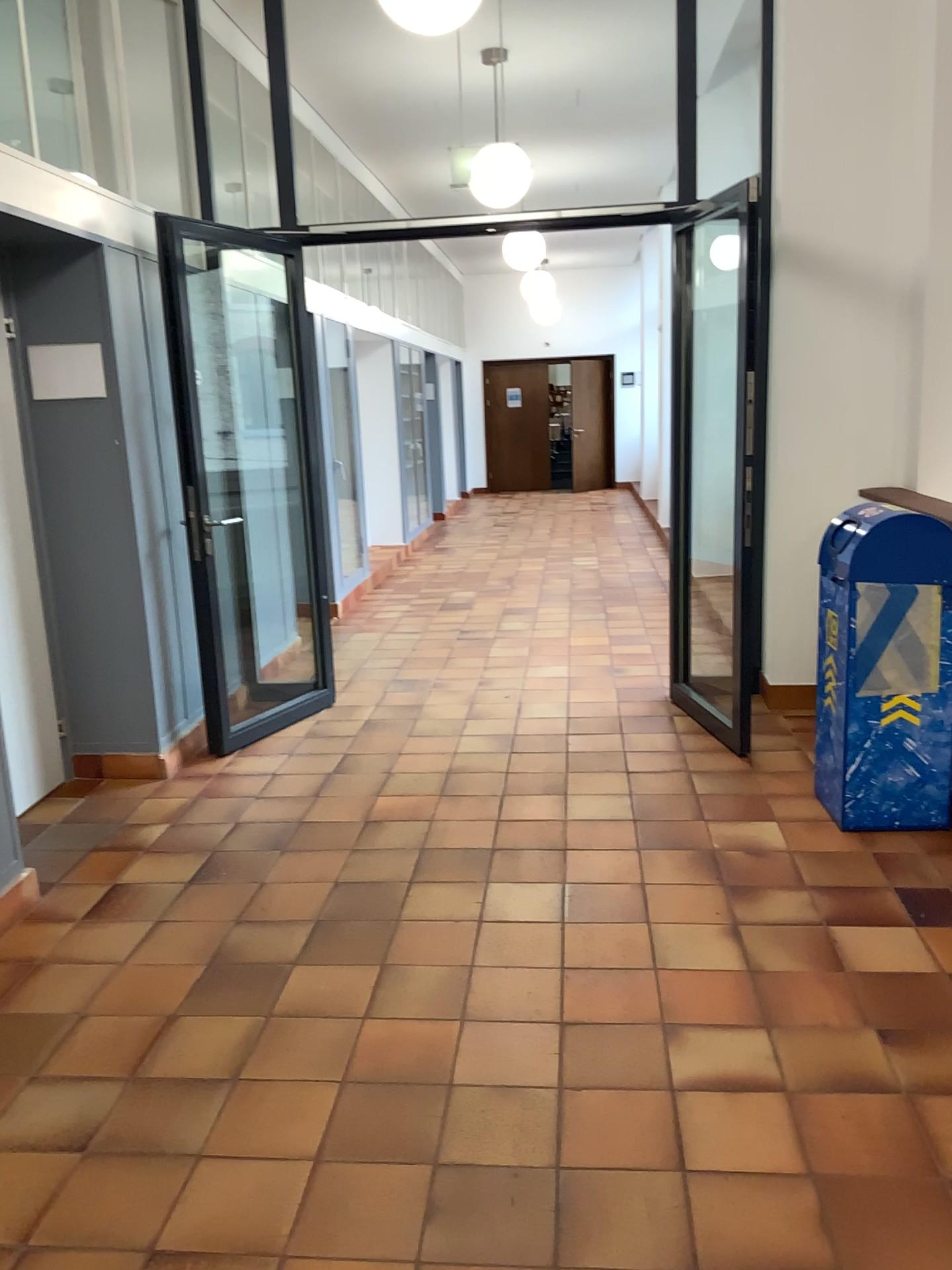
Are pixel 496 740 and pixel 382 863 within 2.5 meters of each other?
yes
